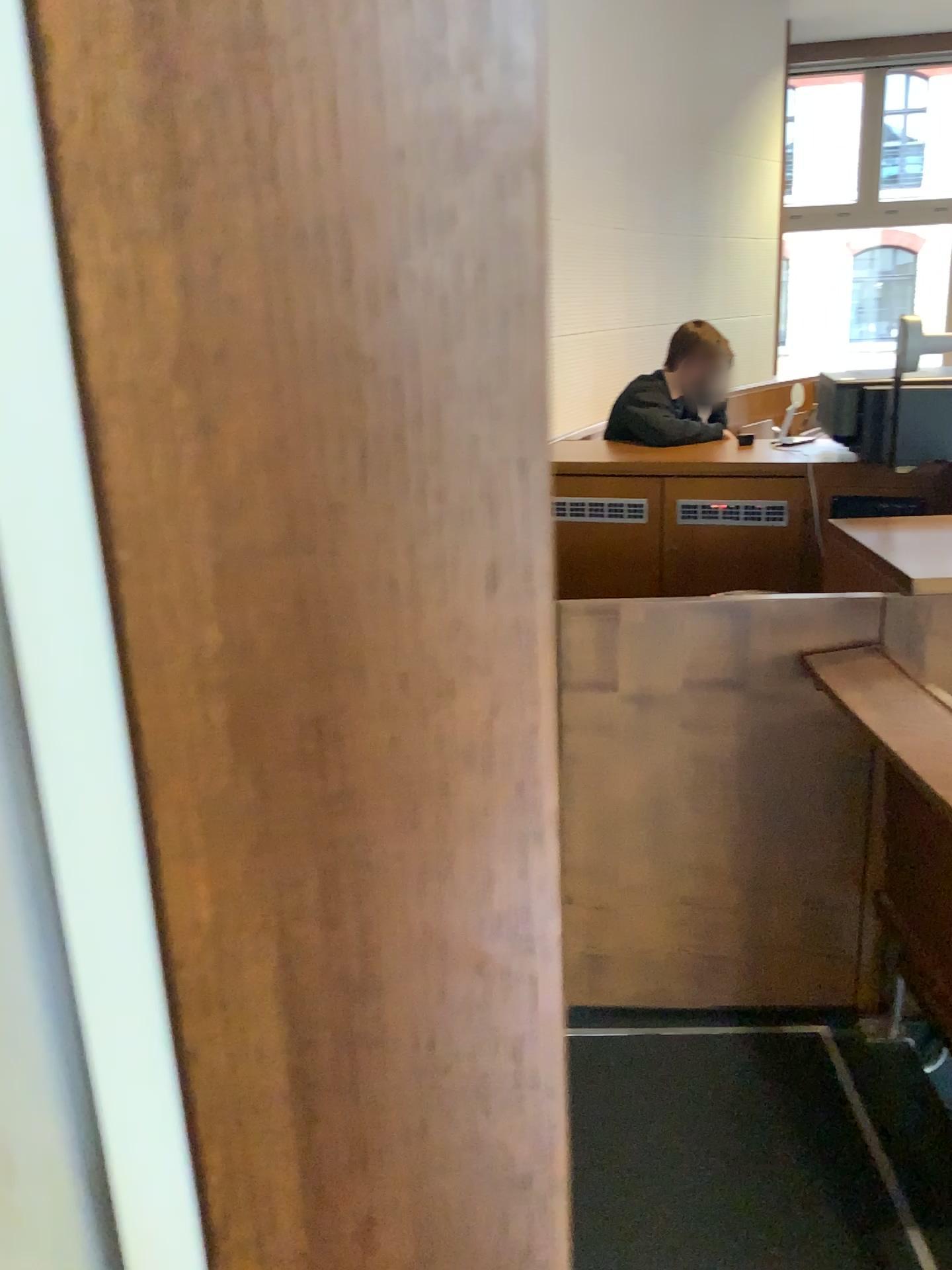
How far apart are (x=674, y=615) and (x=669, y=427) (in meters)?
1.96

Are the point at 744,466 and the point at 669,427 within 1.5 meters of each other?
yes

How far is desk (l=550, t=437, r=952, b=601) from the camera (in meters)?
3.16

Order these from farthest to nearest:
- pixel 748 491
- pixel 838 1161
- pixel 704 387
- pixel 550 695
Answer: pixel 704 387 → pixel 748 491 → pixel 838 1161 → pixel 550 695

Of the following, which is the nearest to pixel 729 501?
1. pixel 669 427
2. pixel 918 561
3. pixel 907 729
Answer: pixel 669 427

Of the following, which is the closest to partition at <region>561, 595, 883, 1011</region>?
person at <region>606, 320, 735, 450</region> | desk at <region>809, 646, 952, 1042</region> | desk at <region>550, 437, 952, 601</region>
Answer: desk at <region>809, 646, 952, 1042</region>

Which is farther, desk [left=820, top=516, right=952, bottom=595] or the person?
the person

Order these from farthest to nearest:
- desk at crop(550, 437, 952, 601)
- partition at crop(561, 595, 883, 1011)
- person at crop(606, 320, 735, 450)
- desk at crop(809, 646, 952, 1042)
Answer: person at crop(606, 320, 735, 450) < desk at crop(550, 437, 952, 601) < partition at crop(561, 595, 883, 1011) < desk at crop(809, 646, 952, 1042)

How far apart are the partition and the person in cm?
186

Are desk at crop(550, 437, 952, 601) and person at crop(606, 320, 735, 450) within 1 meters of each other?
yes
